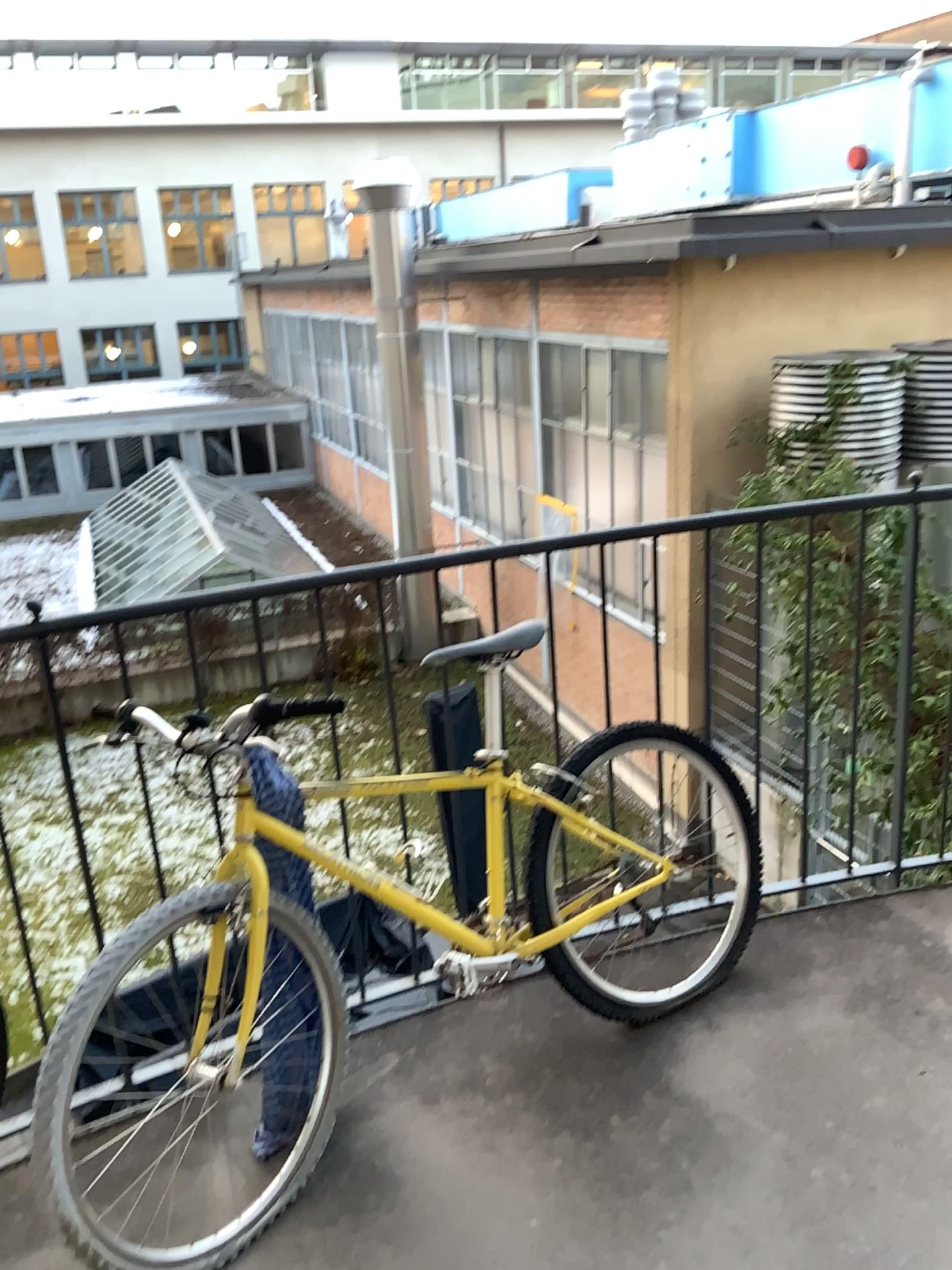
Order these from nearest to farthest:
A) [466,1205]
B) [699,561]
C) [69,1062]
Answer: [69,1062] < [466,1205] < [699,561]

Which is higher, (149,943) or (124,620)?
(124,620)
